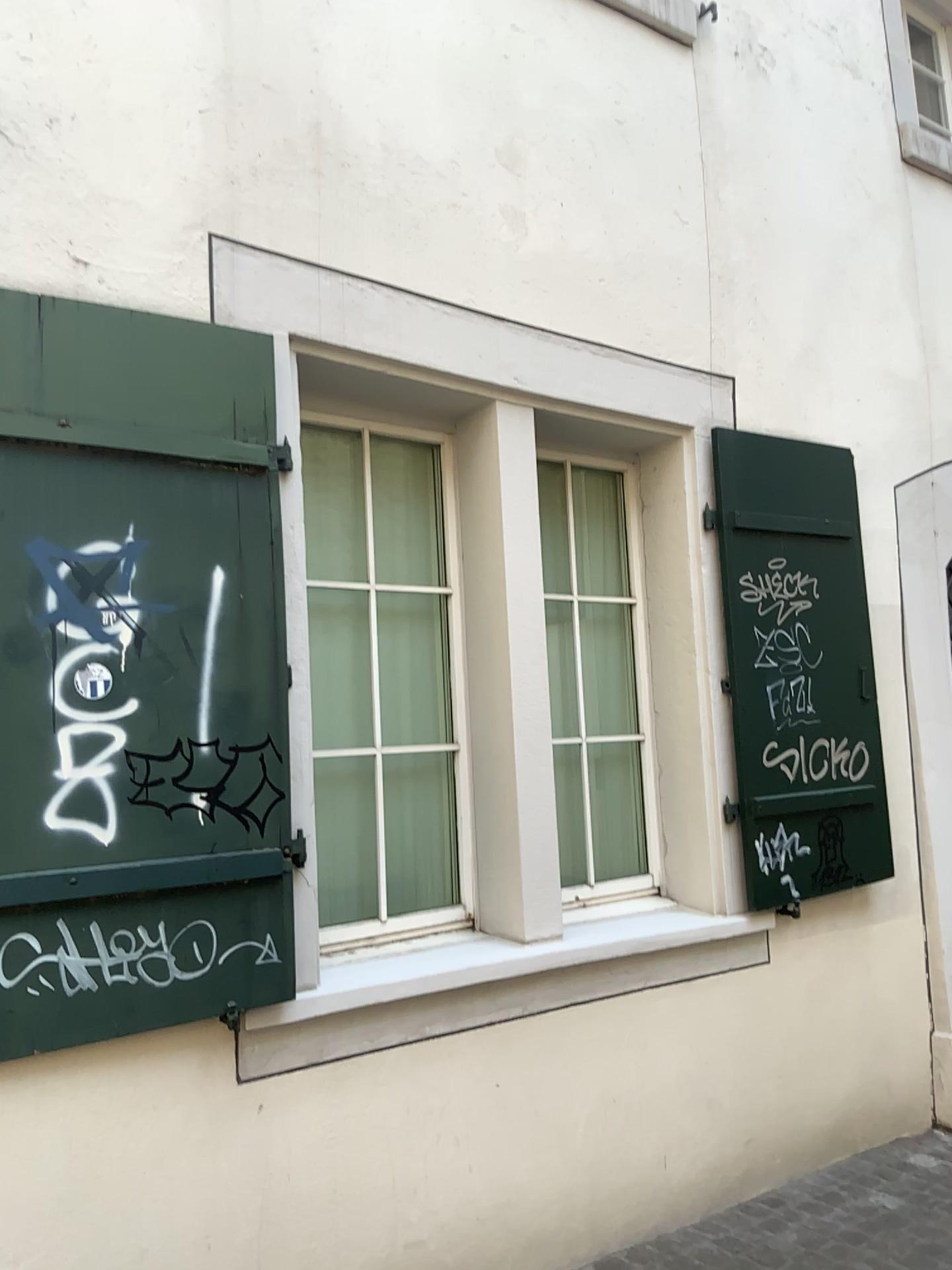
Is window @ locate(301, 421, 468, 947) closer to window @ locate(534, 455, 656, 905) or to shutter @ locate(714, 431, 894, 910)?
window @ locate(534, 455, 656, 905)

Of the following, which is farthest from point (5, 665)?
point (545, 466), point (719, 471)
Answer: point (719, 471)

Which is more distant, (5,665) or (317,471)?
(317,471)

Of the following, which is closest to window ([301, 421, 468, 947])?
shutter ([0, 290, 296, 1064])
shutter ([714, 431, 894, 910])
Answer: shutter ([0, 290, 296, 1064])

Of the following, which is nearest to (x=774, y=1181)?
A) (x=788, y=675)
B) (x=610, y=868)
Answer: (x=610, y=868)

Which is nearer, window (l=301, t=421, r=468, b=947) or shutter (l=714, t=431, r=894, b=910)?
window (l=301, t=421, r=468, b=947)

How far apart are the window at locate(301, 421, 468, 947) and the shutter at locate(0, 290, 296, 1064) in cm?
25

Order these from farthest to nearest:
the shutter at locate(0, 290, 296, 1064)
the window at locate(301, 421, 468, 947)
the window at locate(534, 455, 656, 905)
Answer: the window at locate(534, 455, 656, 905)
the window at locate(301, 421, 468, 947)
the shutter at locate(0, 290, 296, 1064)

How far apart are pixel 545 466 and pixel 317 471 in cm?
91

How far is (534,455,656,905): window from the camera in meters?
3.7
